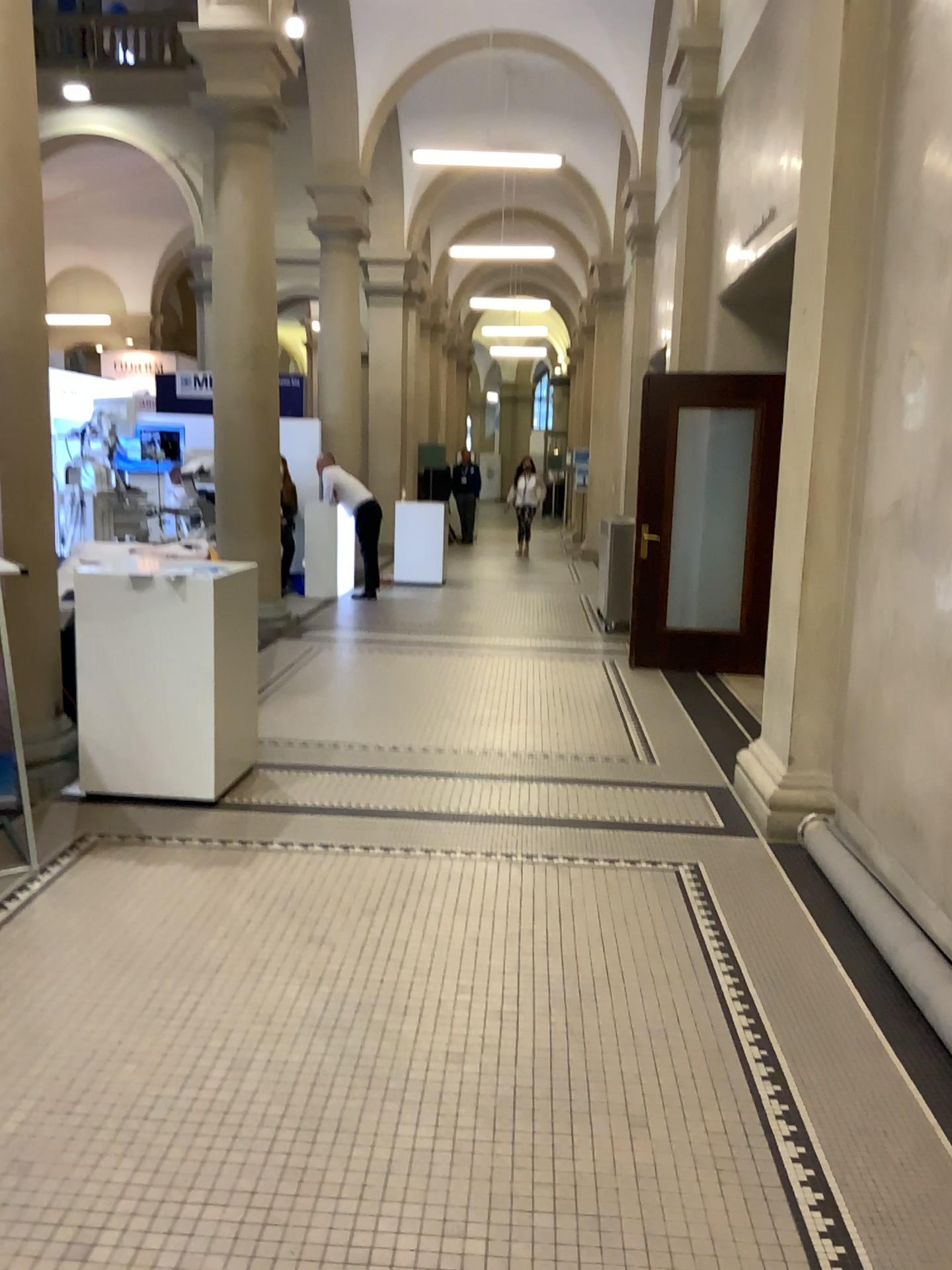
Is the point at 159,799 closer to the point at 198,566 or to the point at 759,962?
the point at 198,566
